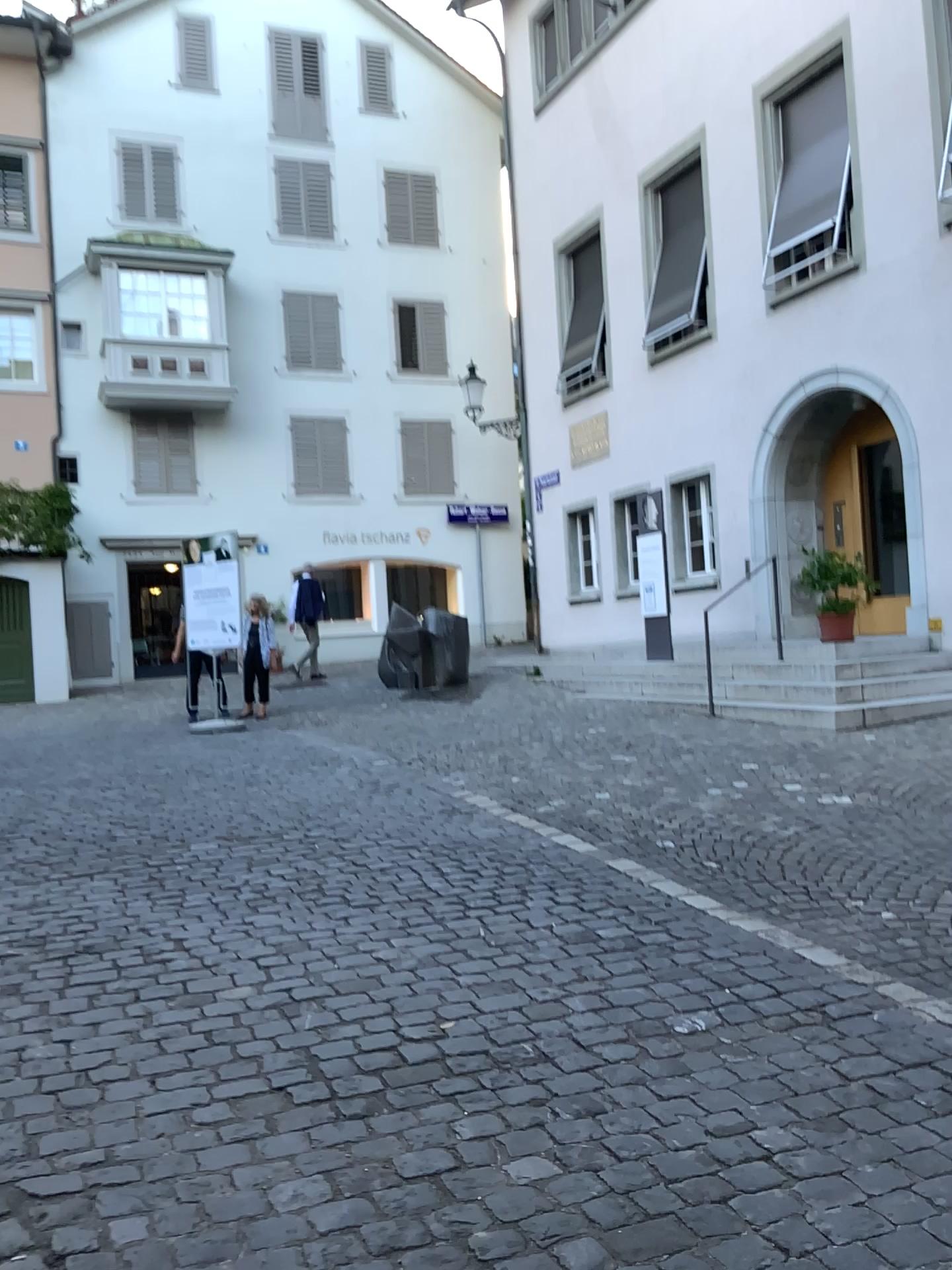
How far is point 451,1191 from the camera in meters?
2.4 m
